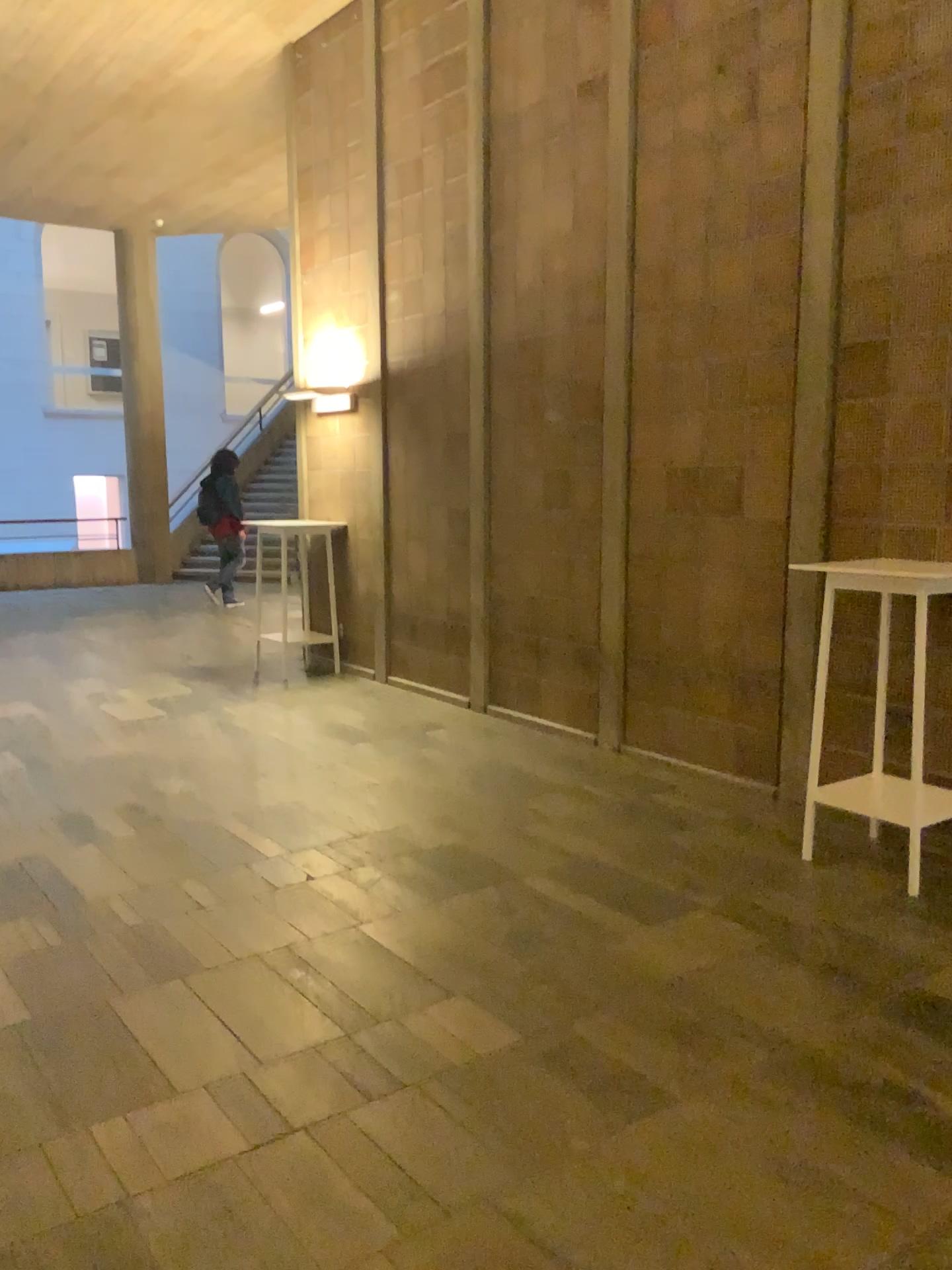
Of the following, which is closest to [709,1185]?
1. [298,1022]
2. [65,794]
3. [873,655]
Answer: [298,1022]
